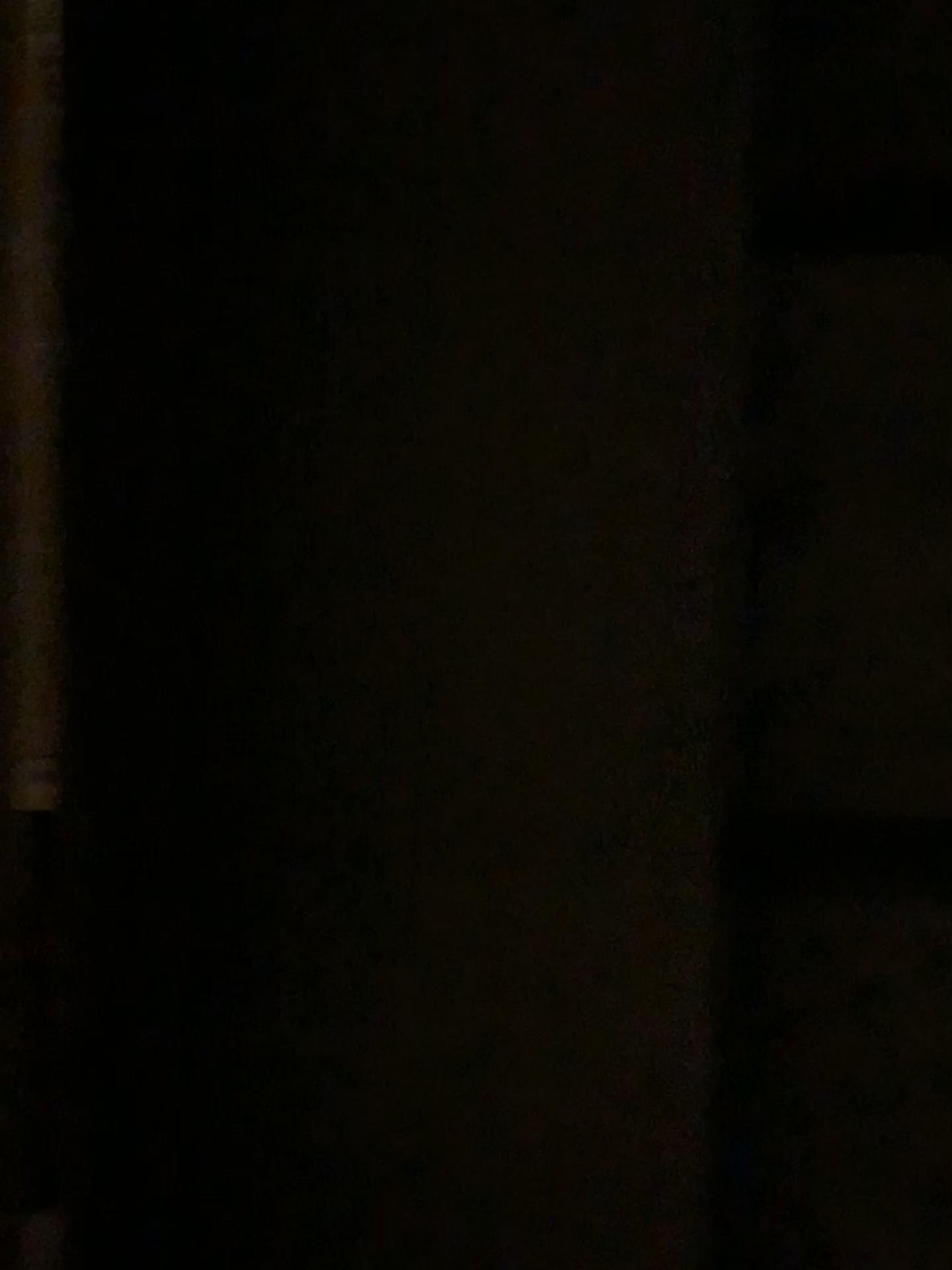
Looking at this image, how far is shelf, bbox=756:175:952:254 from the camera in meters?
0.8 m

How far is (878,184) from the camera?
0.8 meters

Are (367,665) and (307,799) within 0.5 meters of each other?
yes
